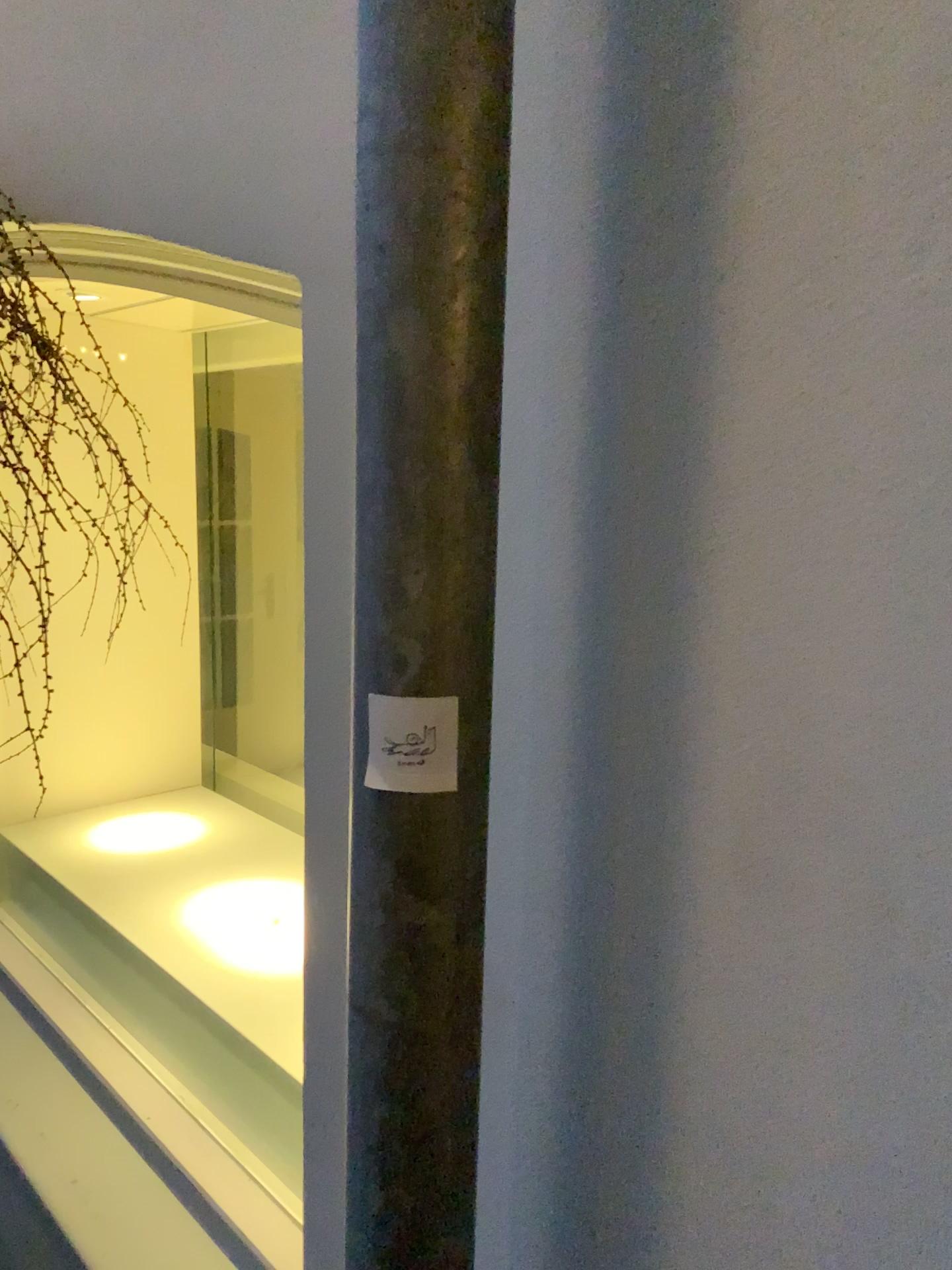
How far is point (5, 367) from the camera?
1.12m

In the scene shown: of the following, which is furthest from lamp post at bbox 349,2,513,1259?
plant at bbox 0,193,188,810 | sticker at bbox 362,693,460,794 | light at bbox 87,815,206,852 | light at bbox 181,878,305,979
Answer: light at bbox 87,815,206,852

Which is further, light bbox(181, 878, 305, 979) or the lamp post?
light bbox(181, 878, 305, 979)

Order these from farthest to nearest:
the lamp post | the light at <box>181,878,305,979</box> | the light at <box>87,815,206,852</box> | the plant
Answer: the light at <box>87,815,206,852</box> < the light at <box>181,878,305,979</box> < the plant < the lamp post

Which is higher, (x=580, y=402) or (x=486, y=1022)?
(x=580, y=402)

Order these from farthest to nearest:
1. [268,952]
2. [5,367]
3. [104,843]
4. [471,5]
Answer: [104,843], [268,952], [5,367], [471,5]

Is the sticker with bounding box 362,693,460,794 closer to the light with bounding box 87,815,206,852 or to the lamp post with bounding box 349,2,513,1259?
the lamp post with bounding box 349,2,513,1259

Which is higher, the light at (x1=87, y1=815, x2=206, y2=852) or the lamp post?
the lamp post

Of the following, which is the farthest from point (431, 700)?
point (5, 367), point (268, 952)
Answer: point (268, 952)

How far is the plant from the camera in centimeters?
112cm
